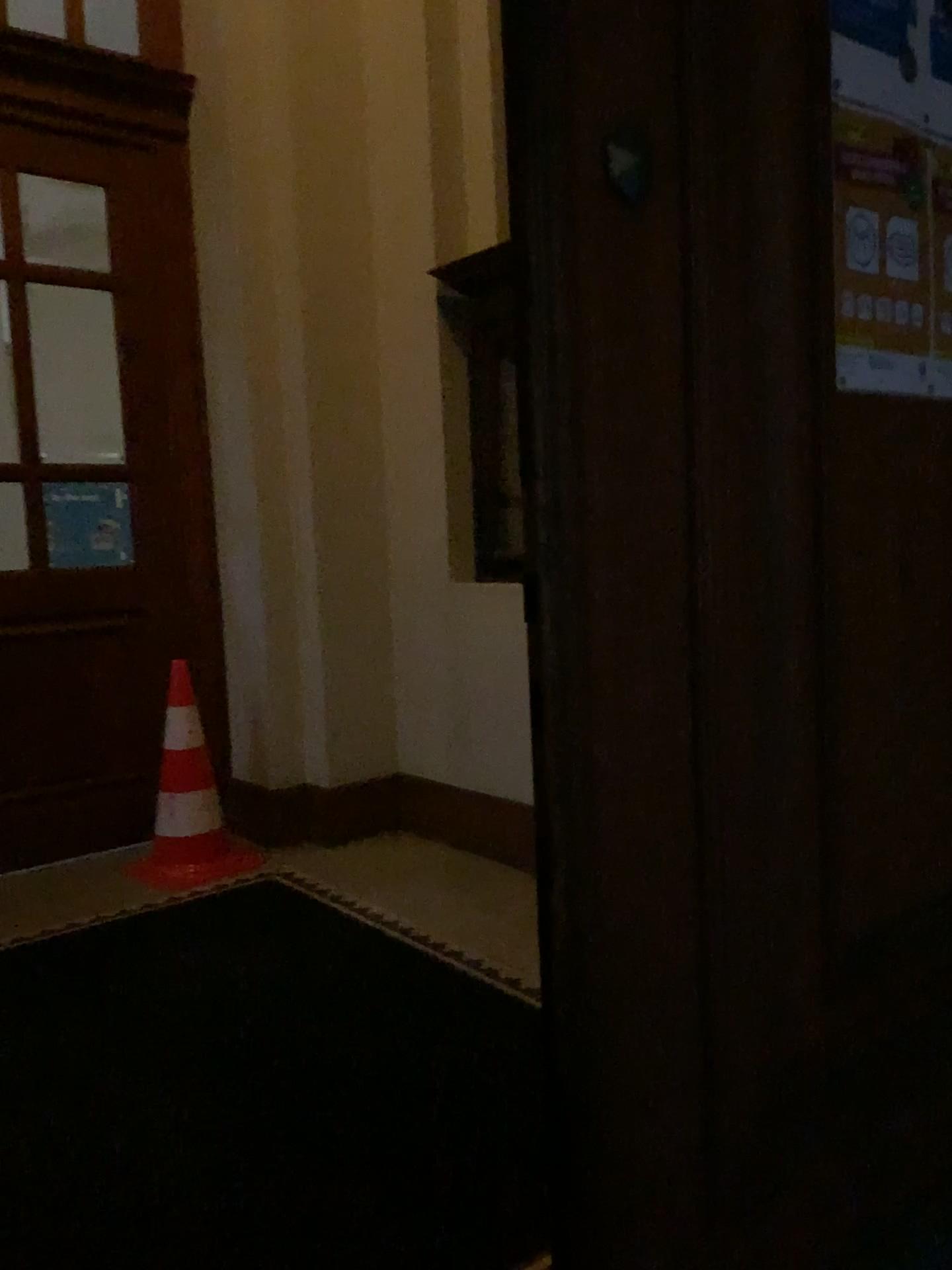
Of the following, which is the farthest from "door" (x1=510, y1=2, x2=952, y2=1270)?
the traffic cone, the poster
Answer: the traffic cone

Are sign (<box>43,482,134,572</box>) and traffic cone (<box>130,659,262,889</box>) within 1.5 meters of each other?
yes

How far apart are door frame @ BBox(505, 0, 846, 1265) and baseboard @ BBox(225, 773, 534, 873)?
2.57m

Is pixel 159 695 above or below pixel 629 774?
below

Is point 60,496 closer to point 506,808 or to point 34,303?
point 34,303

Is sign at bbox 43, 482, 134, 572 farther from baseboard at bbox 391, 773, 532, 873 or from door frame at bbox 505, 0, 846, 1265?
door frame at bbox 505, 0, 846, 1265

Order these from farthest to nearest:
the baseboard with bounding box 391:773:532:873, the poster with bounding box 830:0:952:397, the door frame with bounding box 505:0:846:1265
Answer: the baseboard with bounding box 391:773:532:873, the poster with bounding box 830:0:952:397, the door frame with bounding box 505:0:846:1265

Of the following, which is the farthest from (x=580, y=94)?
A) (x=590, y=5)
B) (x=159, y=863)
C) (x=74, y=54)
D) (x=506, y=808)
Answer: (x=74, y=54)

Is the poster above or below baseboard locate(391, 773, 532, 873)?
above

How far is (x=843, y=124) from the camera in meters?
1.1
